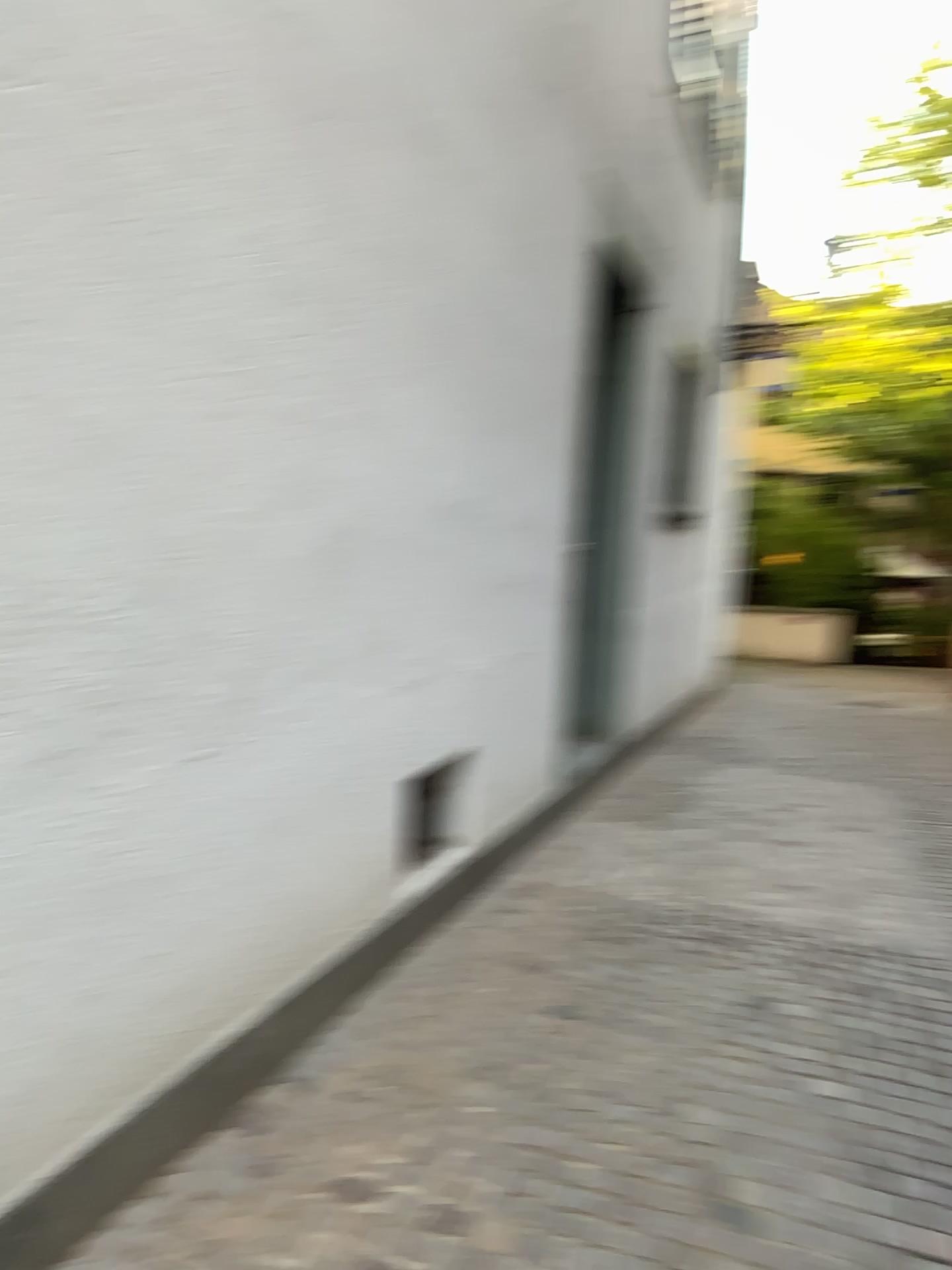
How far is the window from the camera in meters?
2.8

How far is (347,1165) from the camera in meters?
2.2

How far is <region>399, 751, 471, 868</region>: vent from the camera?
2.8m

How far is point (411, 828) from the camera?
2.8 meters

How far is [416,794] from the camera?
2.8 meters
